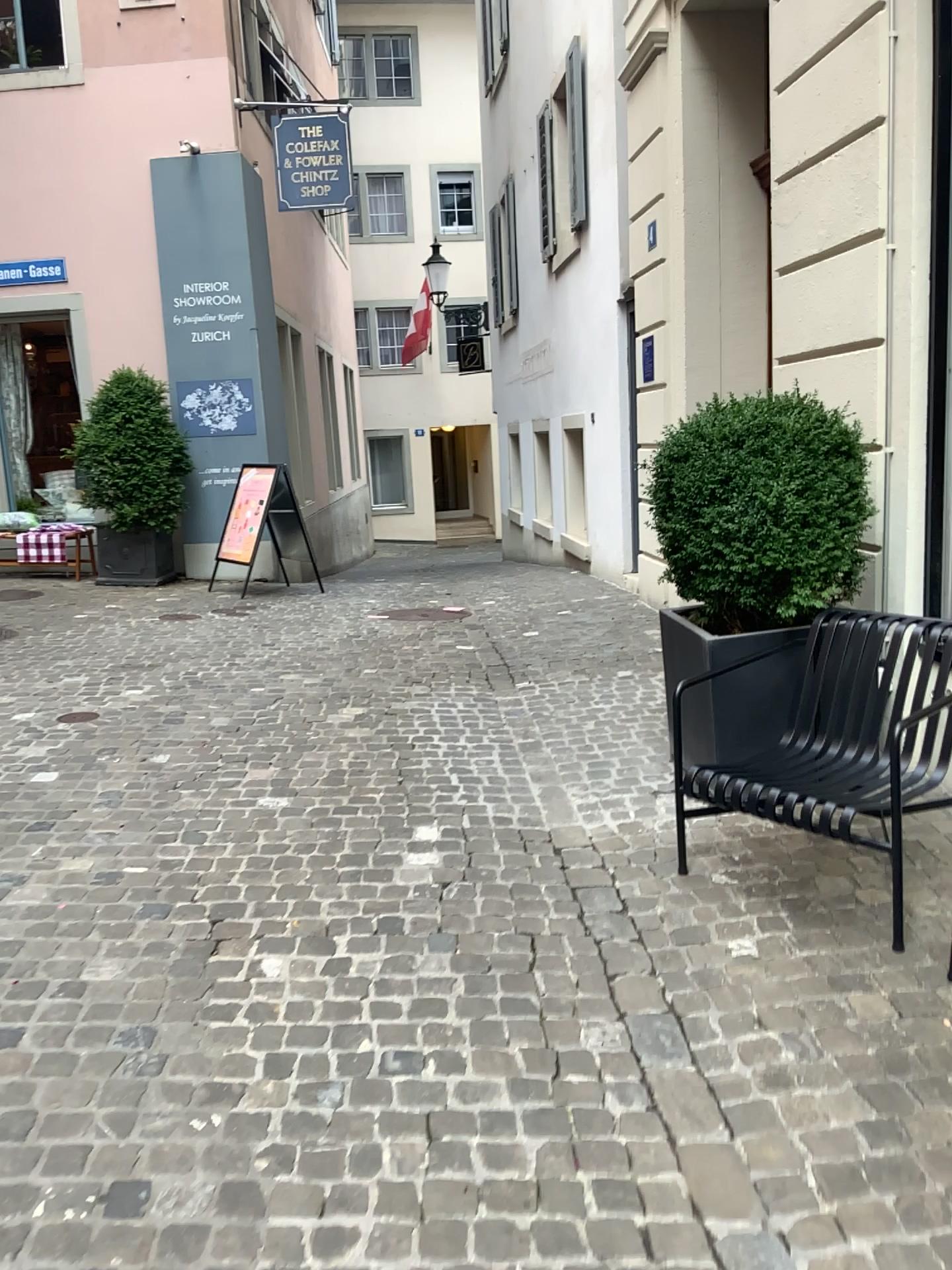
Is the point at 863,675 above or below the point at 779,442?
below

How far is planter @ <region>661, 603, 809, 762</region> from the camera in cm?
361

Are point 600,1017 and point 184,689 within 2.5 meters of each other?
no

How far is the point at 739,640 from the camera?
3.6m

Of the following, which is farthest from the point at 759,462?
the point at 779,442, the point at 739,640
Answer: the point at 739,640

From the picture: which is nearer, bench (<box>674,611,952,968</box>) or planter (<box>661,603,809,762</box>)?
bench (<box>674,611,952,968</box>)

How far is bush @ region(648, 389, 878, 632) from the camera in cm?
351

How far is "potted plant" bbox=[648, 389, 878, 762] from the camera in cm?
352
